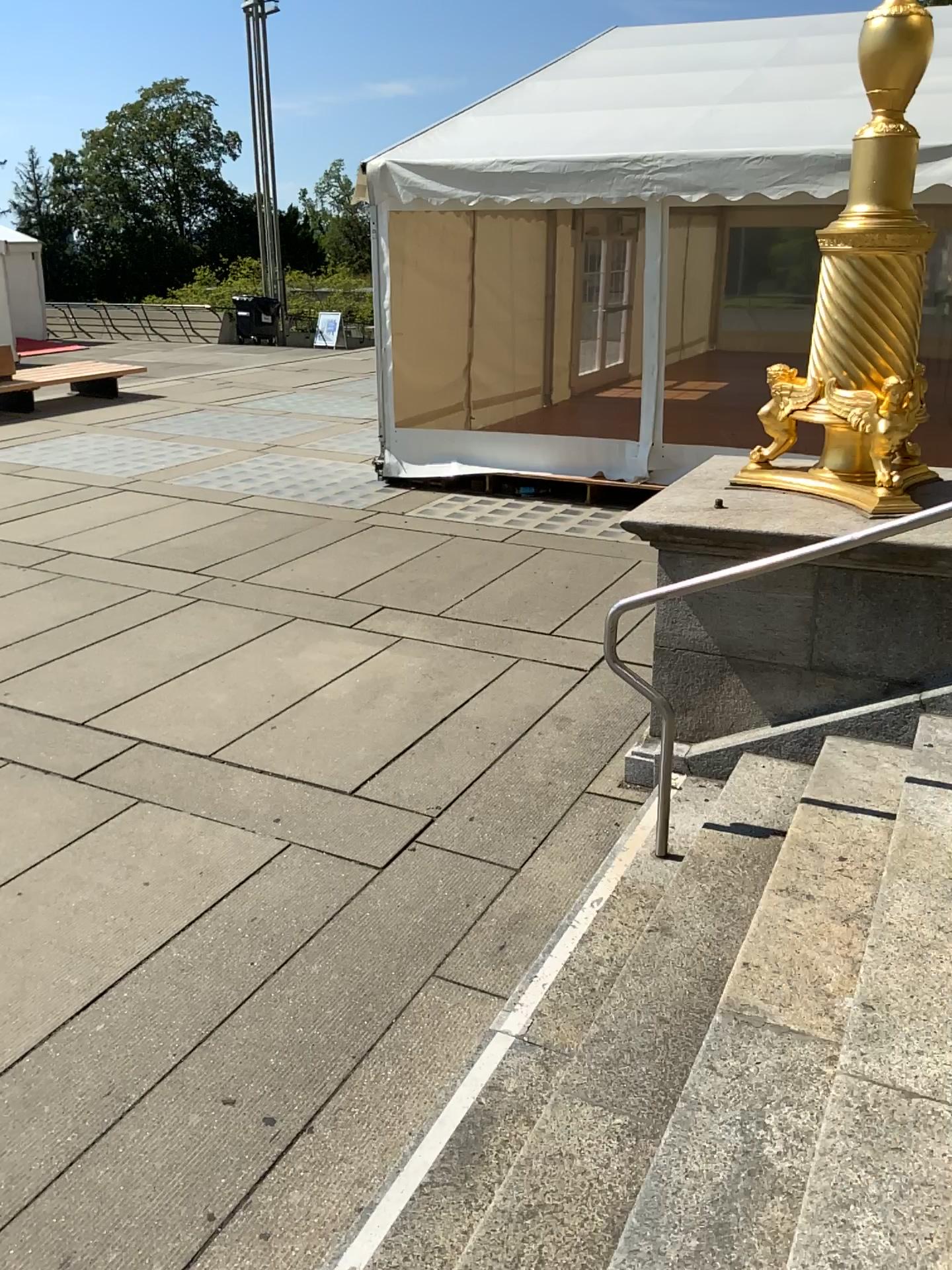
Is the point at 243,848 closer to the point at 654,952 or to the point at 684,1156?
the point at 654,952
